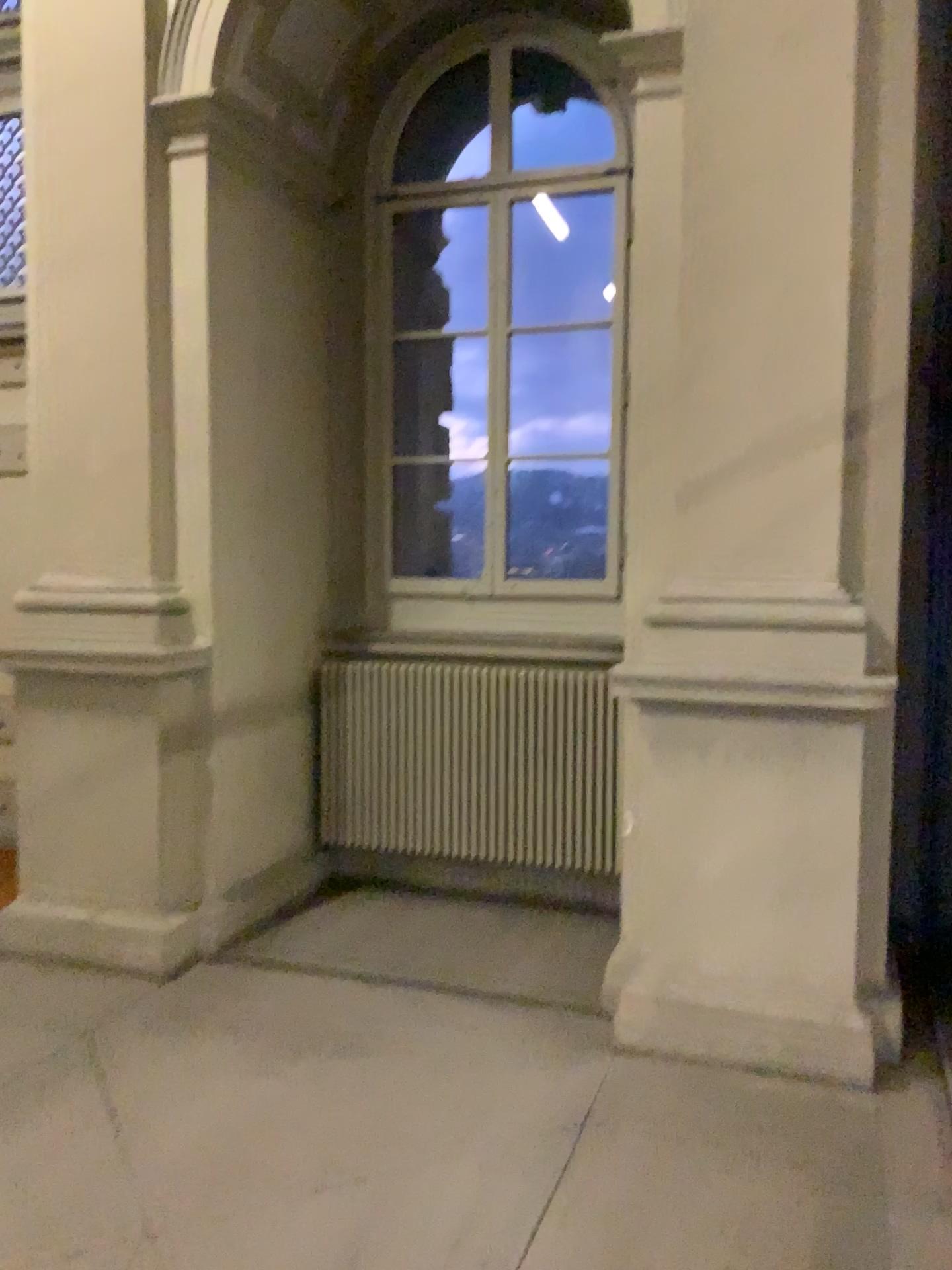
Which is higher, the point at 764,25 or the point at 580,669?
the point at 764,25

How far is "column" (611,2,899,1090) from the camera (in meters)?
3.44

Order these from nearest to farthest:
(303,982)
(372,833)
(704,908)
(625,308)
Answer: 1. (704,908)
2. (625,308)
3. (303,982)
4. (372,833)

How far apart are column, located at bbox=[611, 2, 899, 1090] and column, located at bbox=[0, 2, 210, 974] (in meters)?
1.82

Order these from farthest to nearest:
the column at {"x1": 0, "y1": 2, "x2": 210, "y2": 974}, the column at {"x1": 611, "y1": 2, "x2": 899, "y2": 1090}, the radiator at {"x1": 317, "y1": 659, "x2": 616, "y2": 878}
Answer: the radiator at {"x1": 317, "y1": 659, "x2": 616, "y2": 878} → the column at {"x1": 0, "y1": 2, "x2": 210, "y2": 974} → the column at {"x1": 611, "y1": 2, "x2": 899, "y2": 1090}

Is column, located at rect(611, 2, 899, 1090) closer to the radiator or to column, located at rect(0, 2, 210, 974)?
the radiator

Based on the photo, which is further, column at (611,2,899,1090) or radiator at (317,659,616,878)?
radiator at (317,659,616,878)

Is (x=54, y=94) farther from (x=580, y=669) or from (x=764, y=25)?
(x=580, y=669)

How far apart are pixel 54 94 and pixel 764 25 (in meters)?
2.78

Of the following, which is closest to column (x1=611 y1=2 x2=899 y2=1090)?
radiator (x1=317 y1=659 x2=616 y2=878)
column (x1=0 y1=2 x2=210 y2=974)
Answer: radiator (x1=317 y1=659 x2=616 y2=878)
